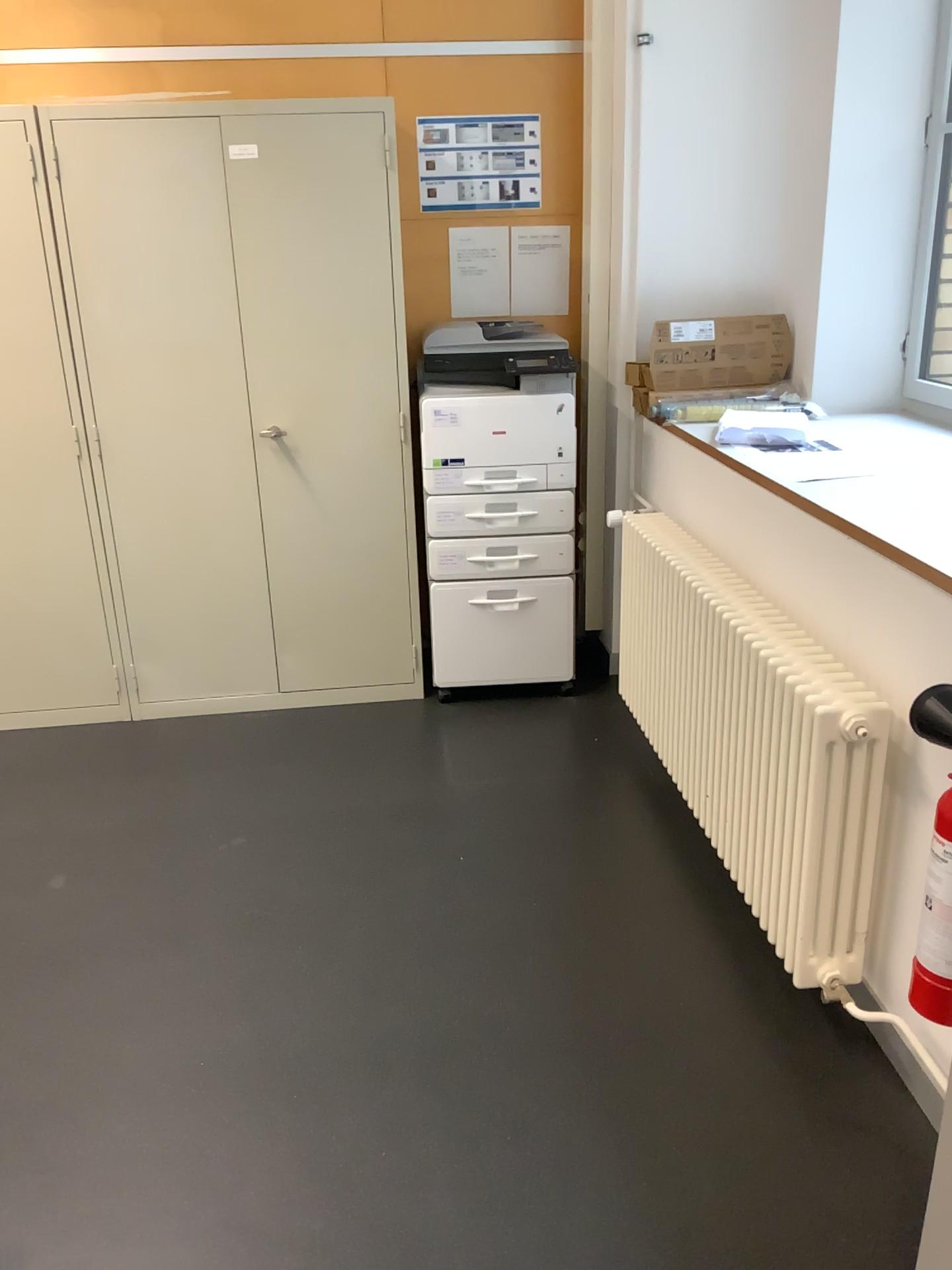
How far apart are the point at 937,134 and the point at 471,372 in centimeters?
153cm

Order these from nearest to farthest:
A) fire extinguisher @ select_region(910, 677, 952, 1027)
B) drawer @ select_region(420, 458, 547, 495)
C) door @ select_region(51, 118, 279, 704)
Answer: fire extinguisher @ select_region(910, 677, 952, 1027), door @ select_region(51, 118, 279, 704), drawer @ select_region(420, 458, 547, 495)

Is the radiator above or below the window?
below

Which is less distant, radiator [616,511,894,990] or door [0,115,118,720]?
radiator [616,511,894,990]

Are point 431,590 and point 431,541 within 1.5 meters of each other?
yes

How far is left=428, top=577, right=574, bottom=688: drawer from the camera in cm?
355

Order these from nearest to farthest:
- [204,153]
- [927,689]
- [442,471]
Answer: [927,689]
[204,153]
[442,471]

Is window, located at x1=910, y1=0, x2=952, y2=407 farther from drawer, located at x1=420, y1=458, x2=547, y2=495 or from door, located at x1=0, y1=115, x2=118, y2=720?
door, located at x1=0, y1=115, x2=118, y2=720

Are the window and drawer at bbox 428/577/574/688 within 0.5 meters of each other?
no

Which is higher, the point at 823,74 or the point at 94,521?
the point at 823,74
